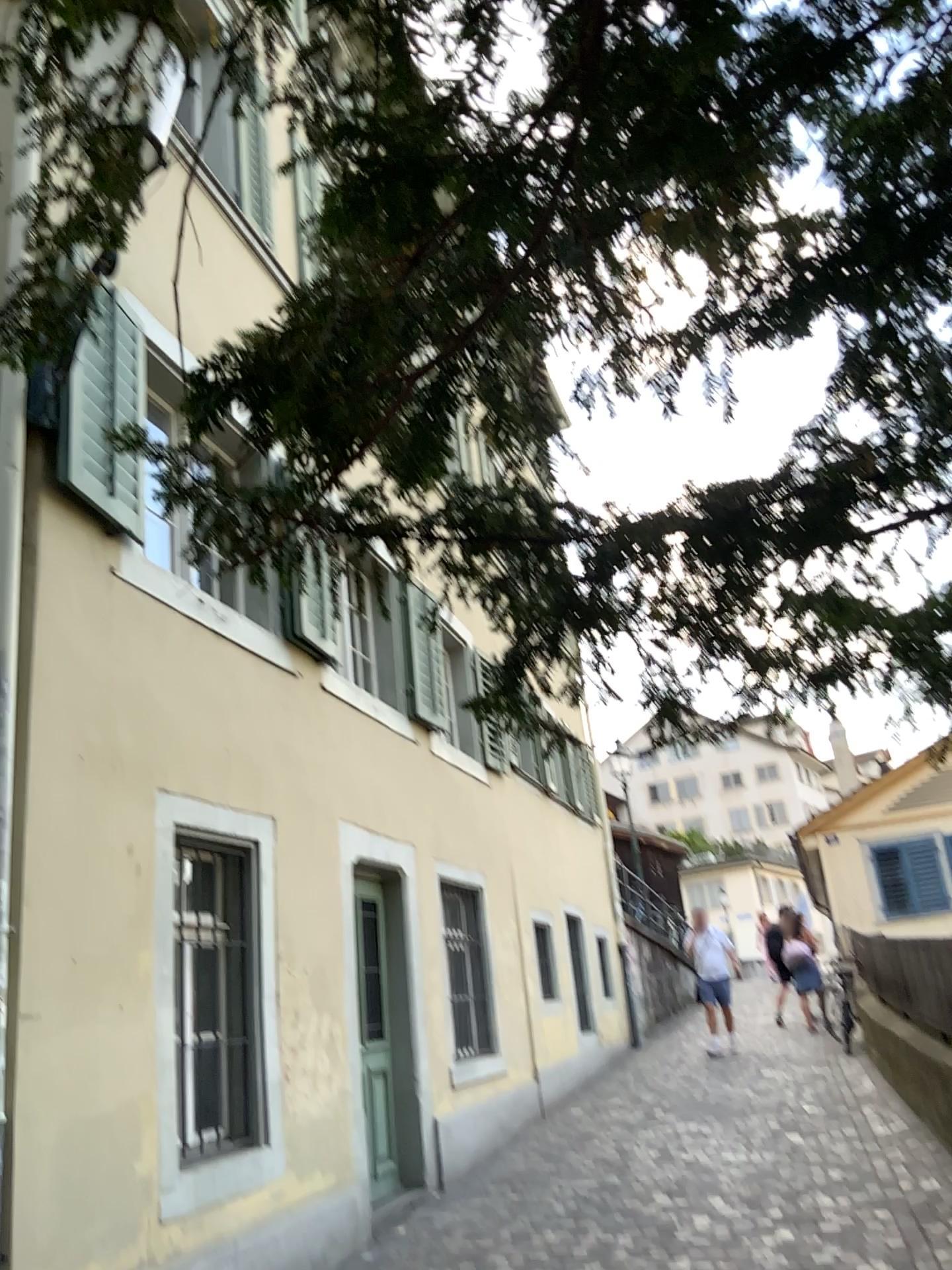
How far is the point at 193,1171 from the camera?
4.6 meters
